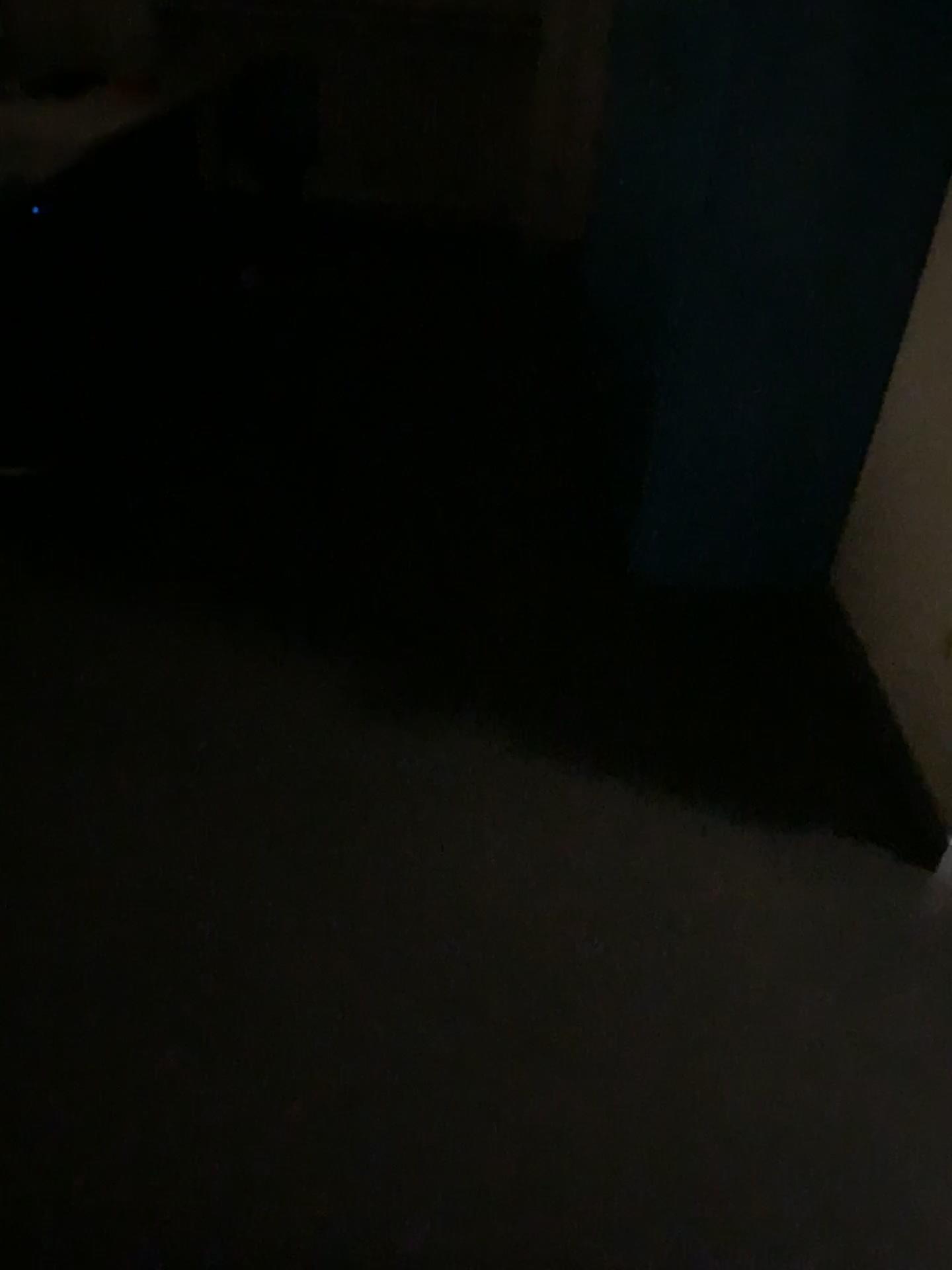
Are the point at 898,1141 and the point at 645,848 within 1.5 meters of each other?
yes
